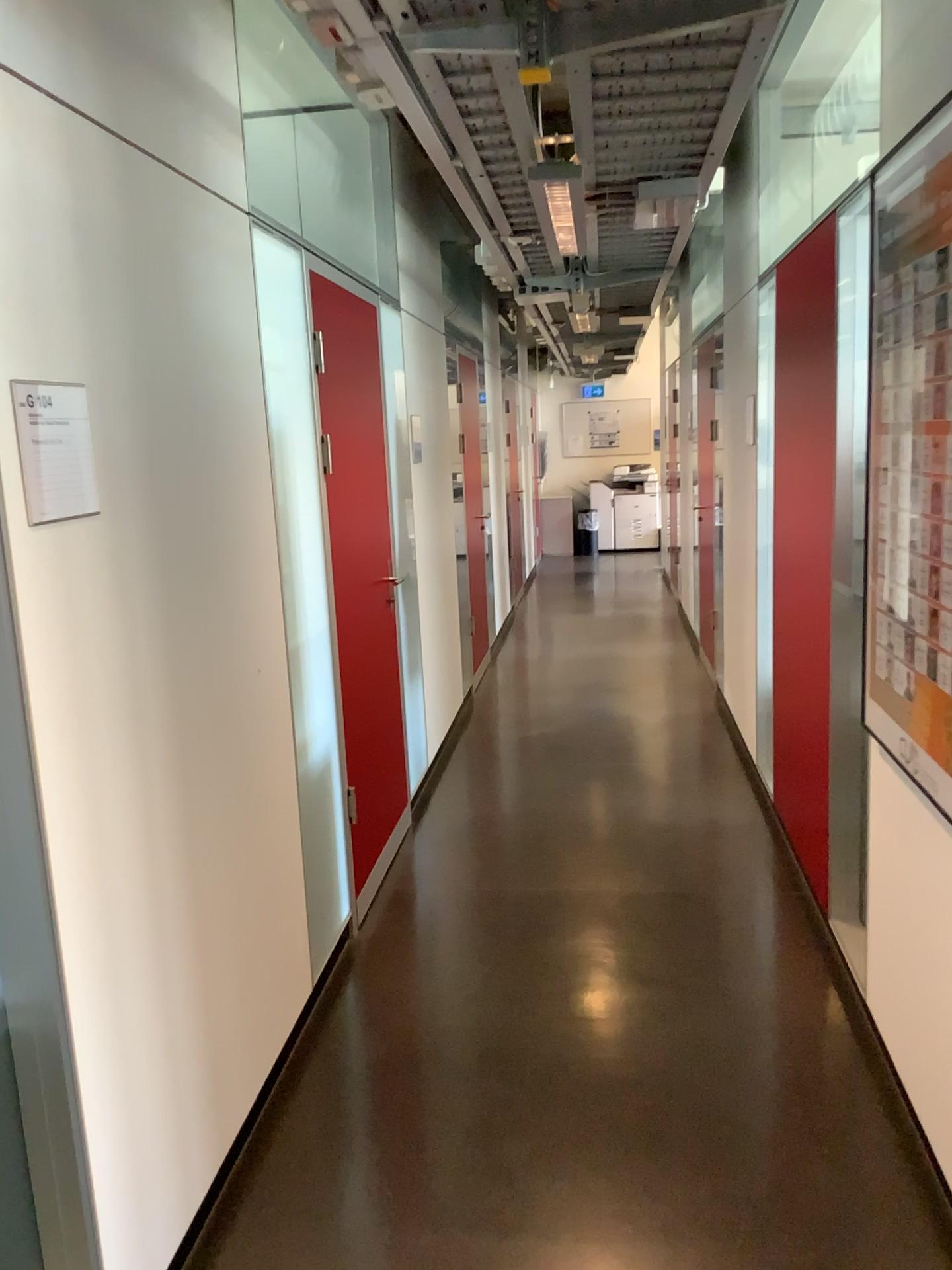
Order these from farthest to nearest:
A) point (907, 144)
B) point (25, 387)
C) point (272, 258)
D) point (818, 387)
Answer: point (818, 387)
point (272, 258)
point (907, 144)
point (25, 387)

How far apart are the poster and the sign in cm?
159

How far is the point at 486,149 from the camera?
2.7m

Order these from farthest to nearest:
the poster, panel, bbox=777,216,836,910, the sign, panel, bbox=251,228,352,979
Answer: panel, bbox=777,216,836,910
panel, bbox=251,228,352,979
the poster
the sign

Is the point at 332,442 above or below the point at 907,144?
below

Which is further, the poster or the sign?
the poster

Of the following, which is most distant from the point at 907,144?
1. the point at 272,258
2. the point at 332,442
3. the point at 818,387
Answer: the point at 332,442

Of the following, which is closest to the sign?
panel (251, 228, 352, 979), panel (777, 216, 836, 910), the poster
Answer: panel (251, 228, 352, 979)

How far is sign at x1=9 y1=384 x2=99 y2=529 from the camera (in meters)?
1.55

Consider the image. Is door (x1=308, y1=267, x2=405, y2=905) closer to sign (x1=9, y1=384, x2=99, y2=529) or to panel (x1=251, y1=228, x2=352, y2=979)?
panel (x1=251, y1=228, x2=352, y2=979)
